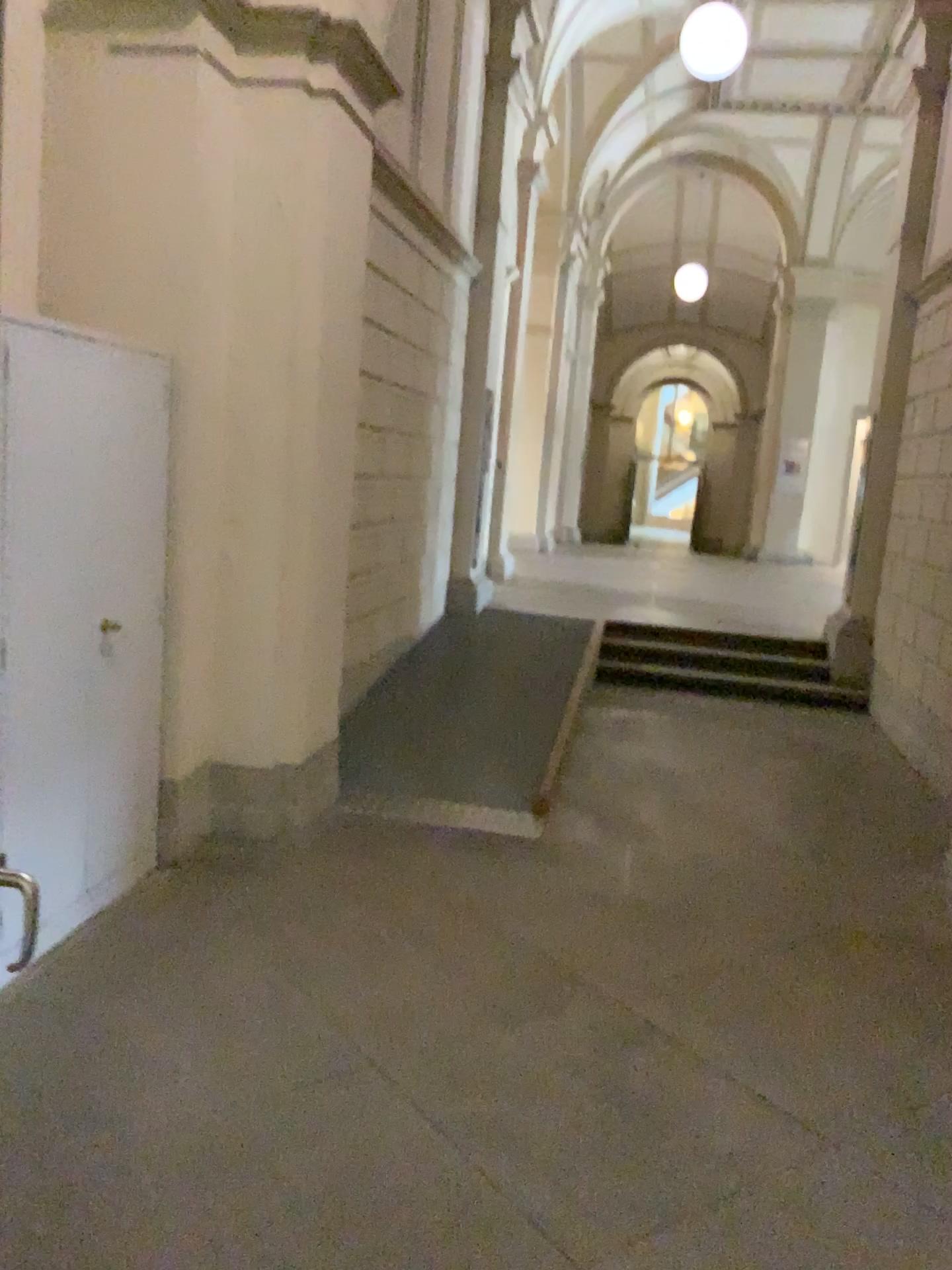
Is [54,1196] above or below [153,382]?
below
